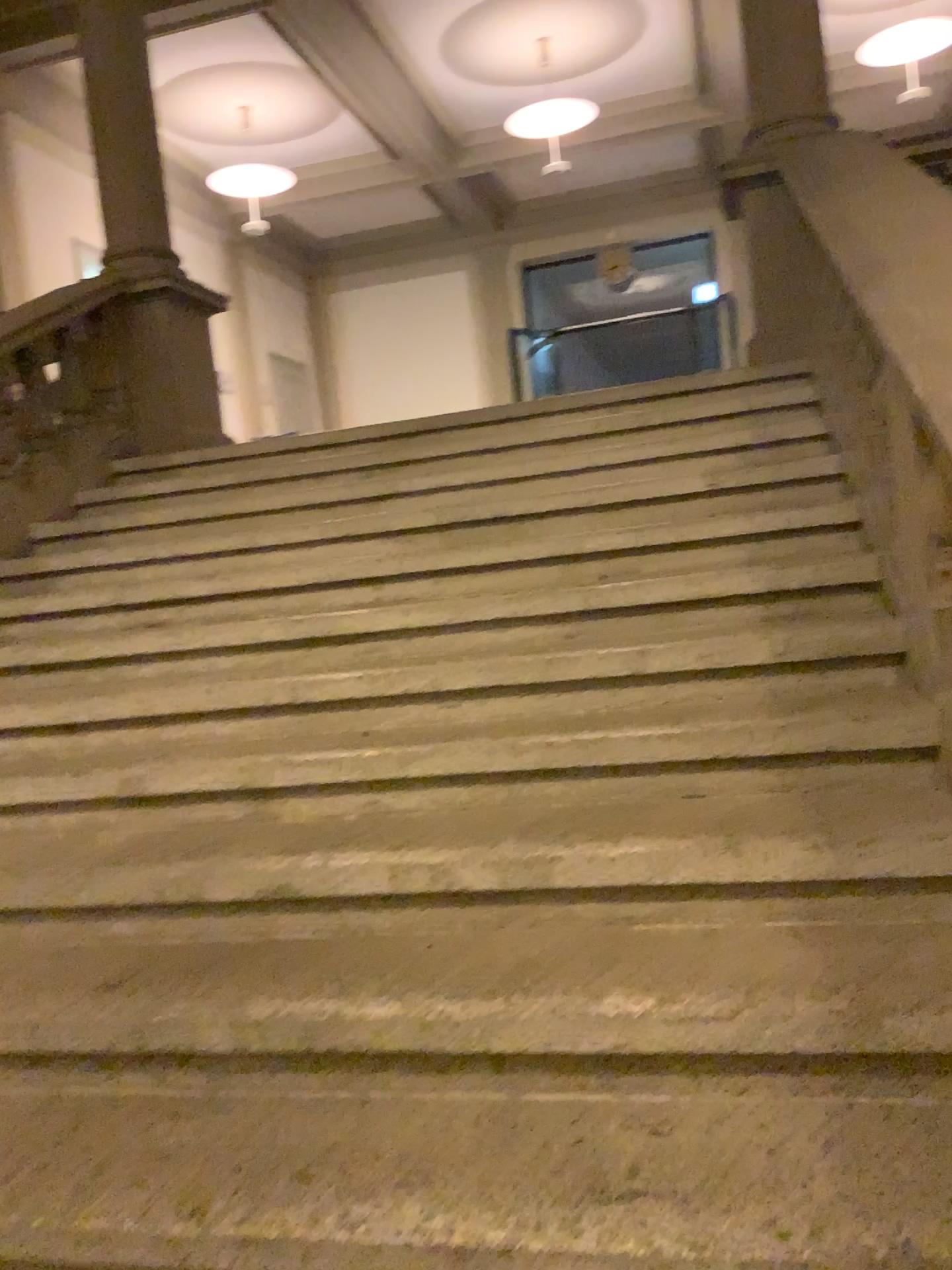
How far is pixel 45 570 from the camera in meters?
3.9
